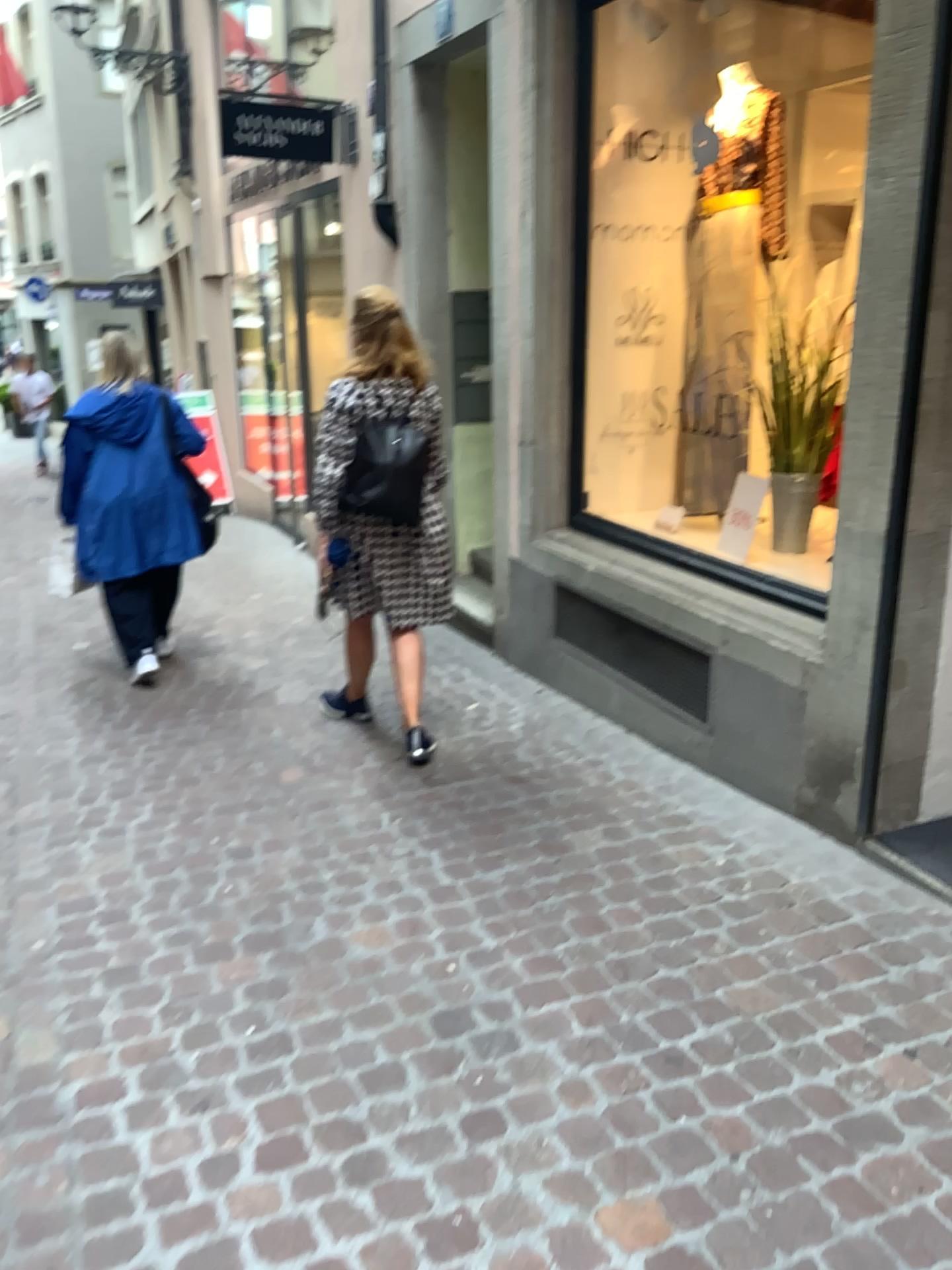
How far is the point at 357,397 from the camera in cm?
356

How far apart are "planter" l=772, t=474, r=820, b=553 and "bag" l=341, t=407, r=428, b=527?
1.3m

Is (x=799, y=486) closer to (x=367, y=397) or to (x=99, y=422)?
(x=367, y=397)

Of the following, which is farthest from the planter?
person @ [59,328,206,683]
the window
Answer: person @ [59,328,206,683]

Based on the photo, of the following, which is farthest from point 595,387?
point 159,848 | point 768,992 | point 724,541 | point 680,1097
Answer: point 680,1097

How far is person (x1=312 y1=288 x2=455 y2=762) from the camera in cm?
356

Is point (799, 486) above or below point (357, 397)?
below

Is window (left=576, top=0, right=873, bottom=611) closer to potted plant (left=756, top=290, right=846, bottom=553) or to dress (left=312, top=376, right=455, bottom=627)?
potted plant (left=756, top=290, right=846, bottom=553)

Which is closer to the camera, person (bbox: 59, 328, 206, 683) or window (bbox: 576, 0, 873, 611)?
window (bbox: 576, 0, 873, 611)

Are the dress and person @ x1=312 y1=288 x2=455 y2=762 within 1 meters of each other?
yes
